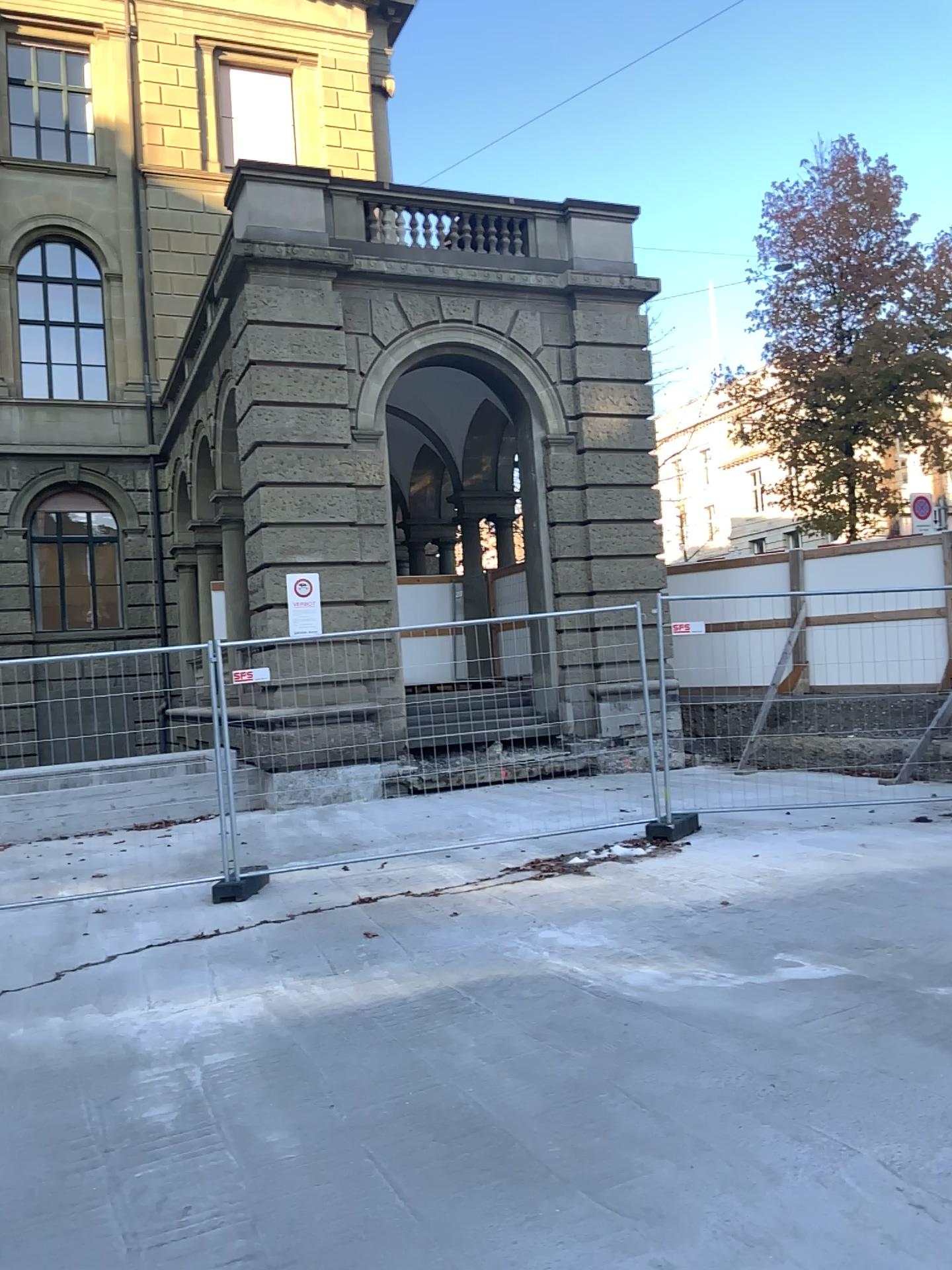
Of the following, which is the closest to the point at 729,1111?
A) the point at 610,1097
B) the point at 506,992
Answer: the point at 610,1097
